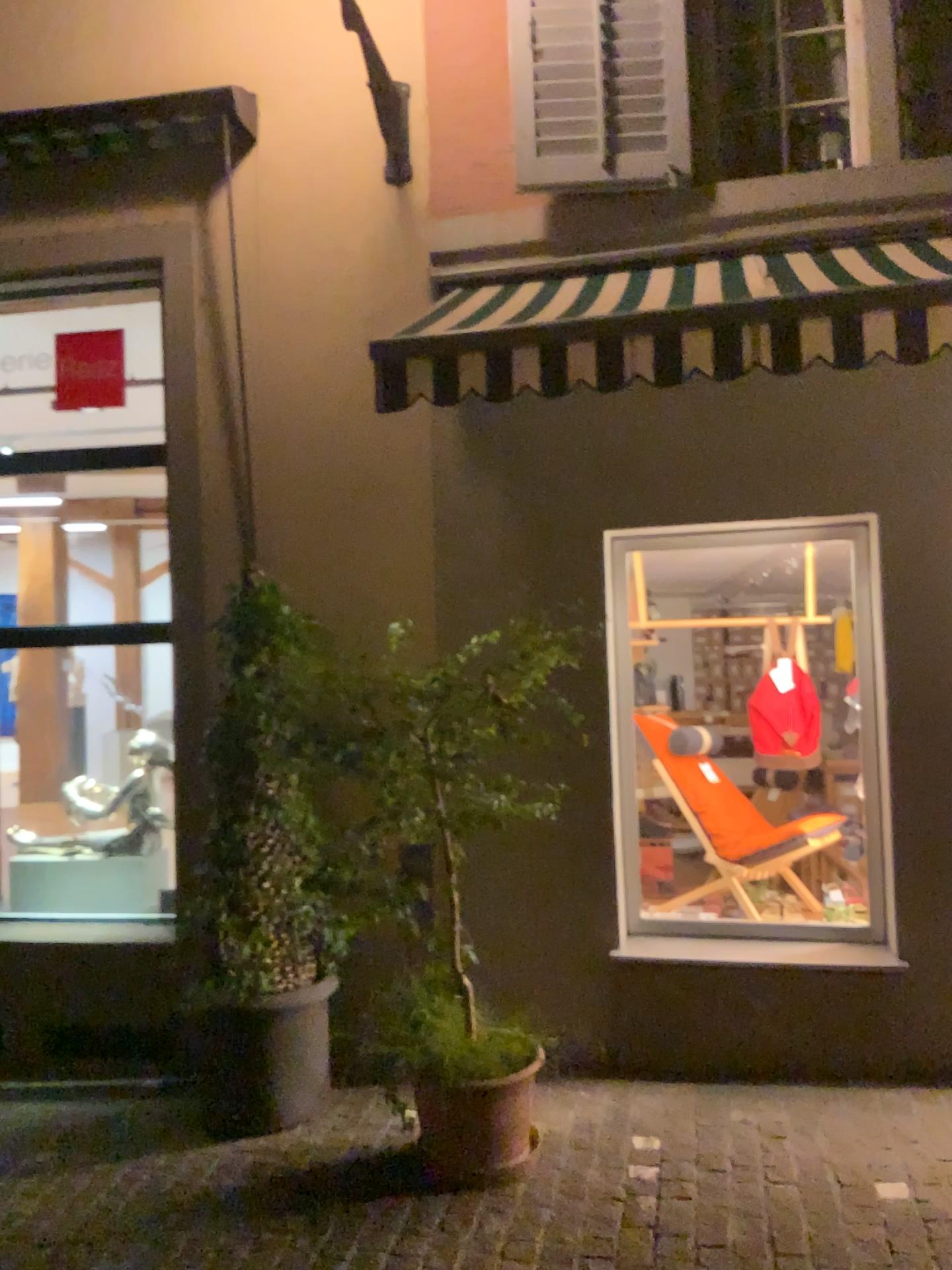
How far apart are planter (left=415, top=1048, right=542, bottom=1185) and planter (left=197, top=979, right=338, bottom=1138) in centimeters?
60cm

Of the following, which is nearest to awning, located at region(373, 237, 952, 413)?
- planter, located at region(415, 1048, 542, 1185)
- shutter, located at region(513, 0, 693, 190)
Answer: shutter, located at region(513, 0, 693, 190)

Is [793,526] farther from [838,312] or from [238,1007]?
[238,1007]

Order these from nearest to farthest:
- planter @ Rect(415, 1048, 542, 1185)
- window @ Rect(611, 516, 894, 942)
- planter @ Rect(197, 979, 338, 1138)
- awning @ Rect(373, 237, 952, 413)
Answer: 1. awning @ Rect(373, 237, 952, 413)
2. planter @ Rect(415, 1048, 542, 1185)
3. planter @ Rect(197, 979, 338, 1138)
4. window @ Rect(611, 516, 894, 942)

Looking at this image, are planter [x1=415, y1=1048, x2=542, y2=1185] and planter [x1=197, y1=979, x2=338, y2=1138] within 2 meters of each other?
yes

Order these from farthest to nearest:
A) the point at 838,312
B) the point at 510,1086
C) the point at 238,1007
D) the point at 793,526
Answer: the point at 793,526, the point at 238,1007, the point at 510,1086, the point at 838,312

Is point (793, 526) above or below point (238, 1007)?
above

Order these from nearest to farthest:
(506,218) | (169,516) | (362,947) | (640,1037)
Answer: (362,947) → (640,1037) → (506,218) → (169,516)

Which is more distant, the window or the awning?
the window

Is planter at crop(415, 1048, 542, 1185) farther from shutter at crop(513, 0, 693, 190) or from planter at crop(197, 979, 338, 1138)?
shutter at crop(513, 0, 693, 190)
